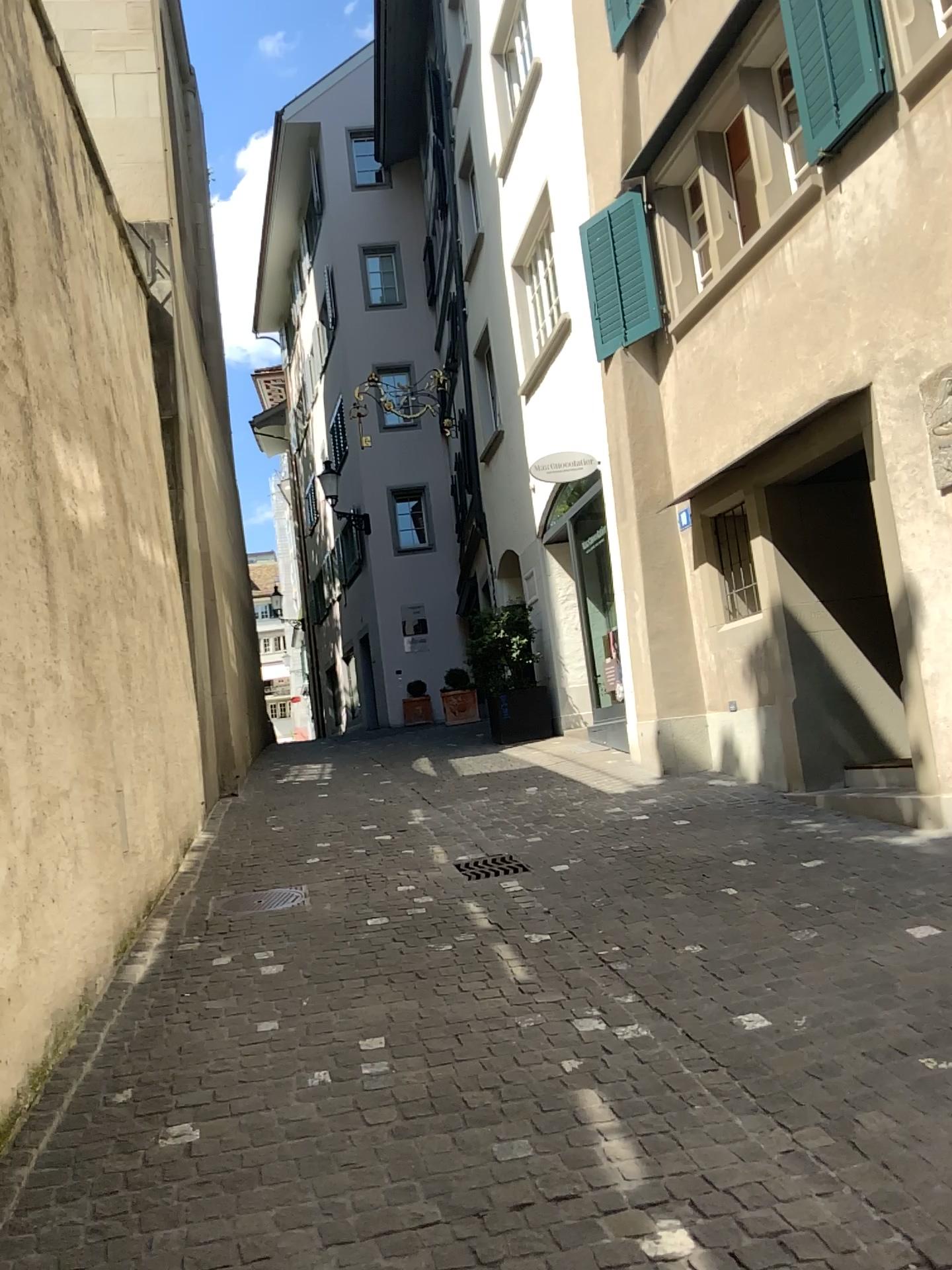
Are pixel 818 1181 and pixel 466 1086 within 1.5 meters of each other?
yes
